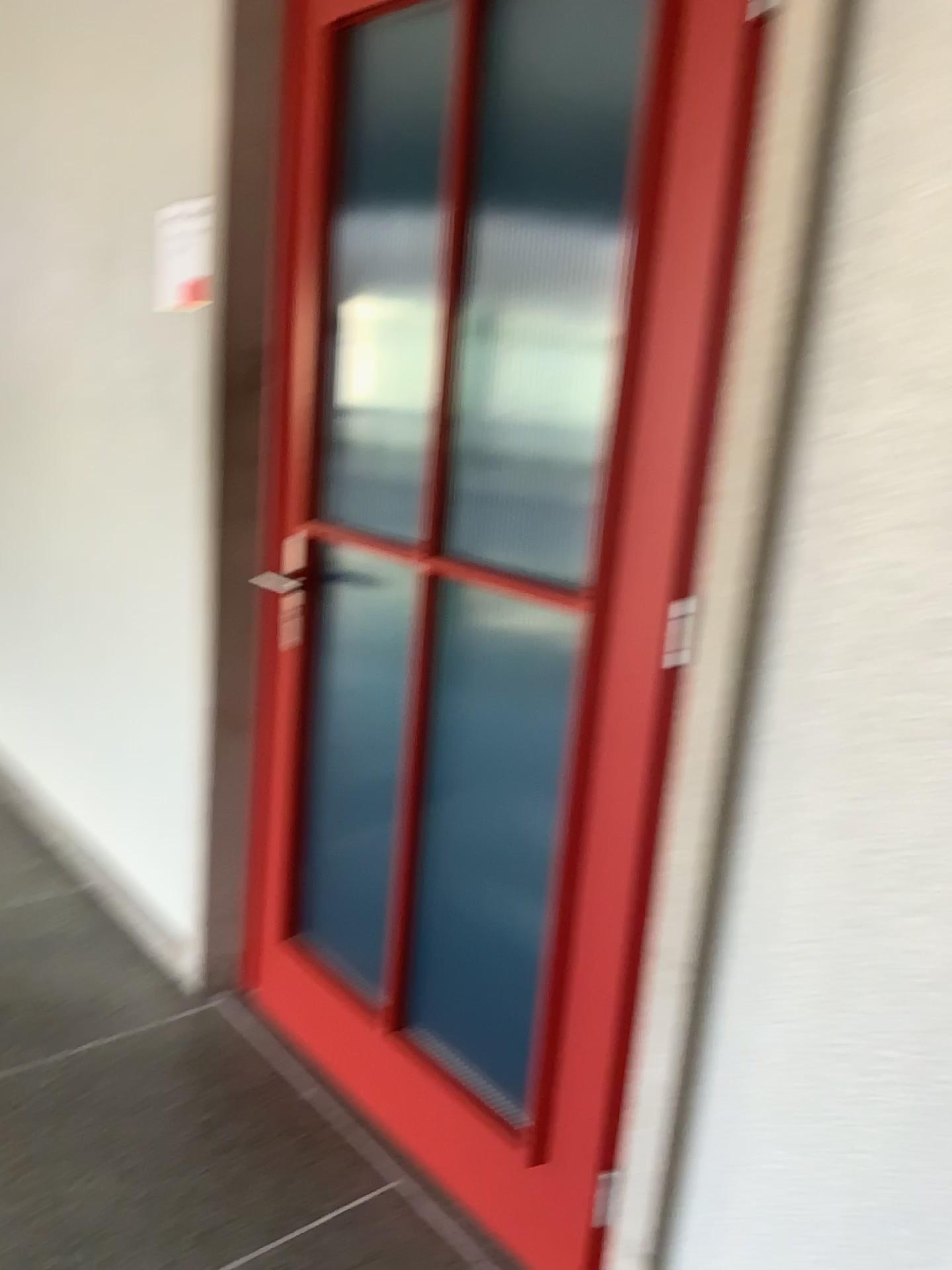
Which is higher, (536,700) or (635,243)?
(635,243)

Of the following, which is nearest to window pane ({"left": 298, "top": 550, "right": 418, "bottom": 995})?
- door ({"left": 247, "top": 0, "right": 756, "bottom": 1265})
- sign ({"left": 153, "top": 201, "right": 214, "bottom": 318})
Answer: door ({"left": 247, "top": 0, "right": 756, "bottom": 1265})

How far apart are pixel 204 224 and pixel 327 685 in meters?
1.0

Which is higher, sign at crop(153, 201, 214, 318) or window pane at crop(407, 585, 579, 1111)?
sign at crop(153, 201, 214, 318)

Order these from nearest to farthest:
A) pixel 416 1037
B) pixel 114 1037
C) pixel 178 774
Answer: pixel 416 1037, pixel 114 1037, pixel 178 774

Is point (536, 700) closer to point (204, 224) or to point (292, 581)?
point (292, 581)

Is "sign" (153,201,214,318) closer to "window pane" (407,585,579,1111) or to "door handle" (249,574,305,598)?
"door handle" (249,574,305,598)

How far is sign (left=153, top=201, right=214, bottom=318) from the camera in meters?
2.2

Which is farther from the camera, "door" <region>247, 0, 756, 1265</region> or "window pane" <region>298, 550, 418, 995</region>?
"window pane" <region>298, 550, 418, 995</region>

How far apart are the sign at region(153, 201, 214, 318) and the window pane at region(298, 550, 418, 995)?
0.66m
